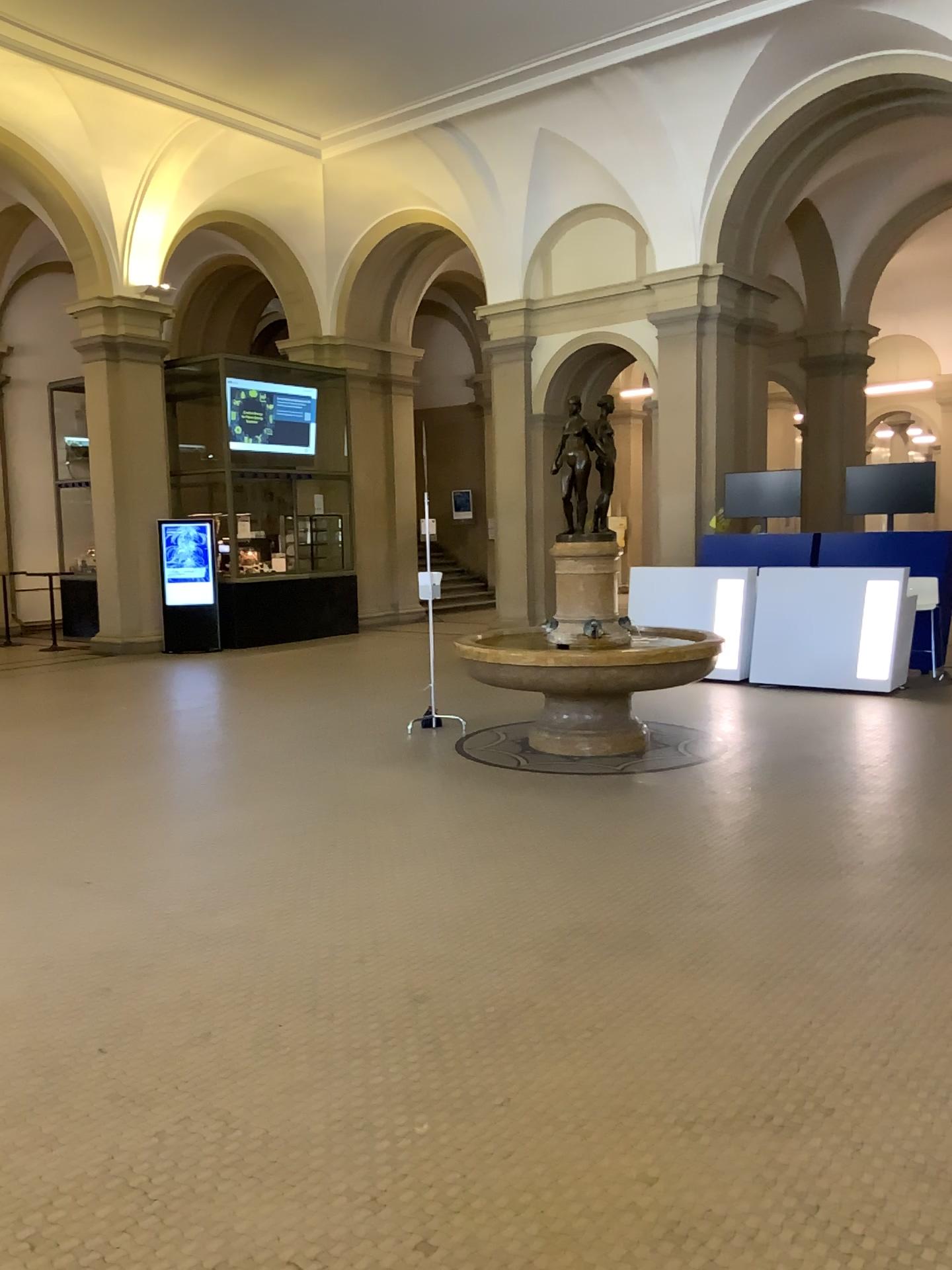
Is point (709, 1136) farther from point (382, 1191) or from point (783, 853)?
point (783, 853)
